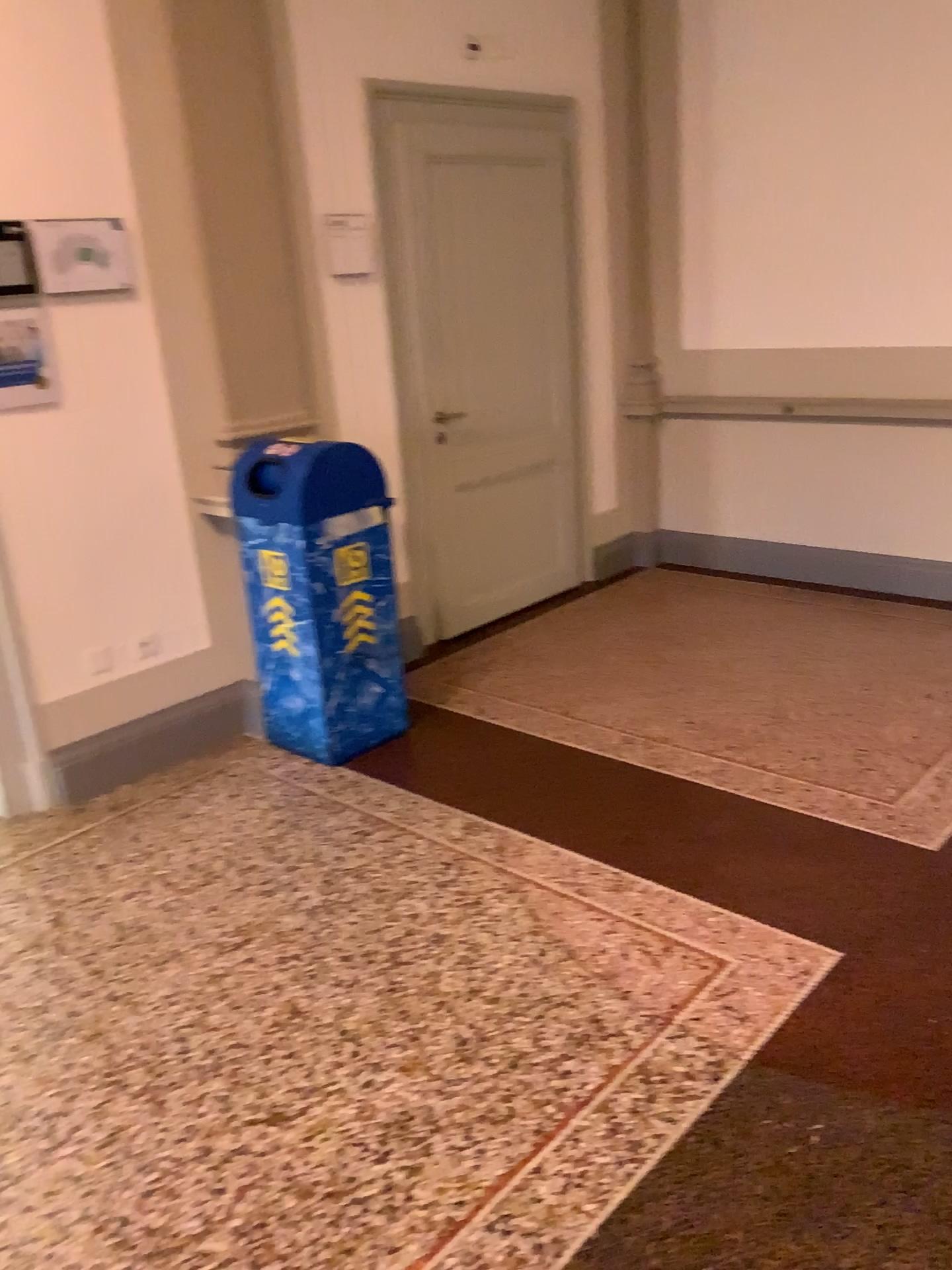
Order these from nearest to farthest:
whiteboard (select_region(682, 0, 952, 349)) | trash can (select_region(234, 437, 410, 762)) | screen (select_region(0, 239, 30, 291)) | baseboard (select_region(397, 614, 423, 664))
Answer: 1. screen (select_region(0, 239, 30, 291))
2. trash can (select_region(234, 437, 410, 762))
3. whiteboard (select_region(682, 0, 952, 349))
4. baseboard (select_region(397, 614, 423, 664))

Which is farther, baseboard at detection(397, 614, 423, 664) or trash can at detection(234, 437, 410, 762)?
baseboard at detection(397, 614, 423, 664)

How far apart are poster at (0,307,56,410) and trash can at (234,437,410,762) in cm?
63

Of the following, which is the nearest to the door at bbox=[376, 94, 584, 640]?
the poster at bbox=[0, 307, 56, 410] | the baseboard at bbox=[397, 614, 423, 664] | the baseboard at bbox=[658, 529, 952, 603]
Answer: the baseboard at bbox=[397, 614, 423, 664]

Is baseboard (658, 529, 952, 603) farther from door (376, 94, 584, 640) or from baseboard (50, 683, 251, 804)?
baseboard (50, 683, 251, 804)

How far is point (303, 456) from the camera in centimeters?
342cm

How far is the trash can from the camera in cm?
342

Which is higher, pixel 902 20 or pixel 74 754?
pixel 902 20

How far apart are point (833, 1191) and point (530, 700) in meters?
2.3 m

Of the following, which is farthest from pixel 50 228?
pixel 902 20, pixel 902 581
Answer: pixel 902 581
